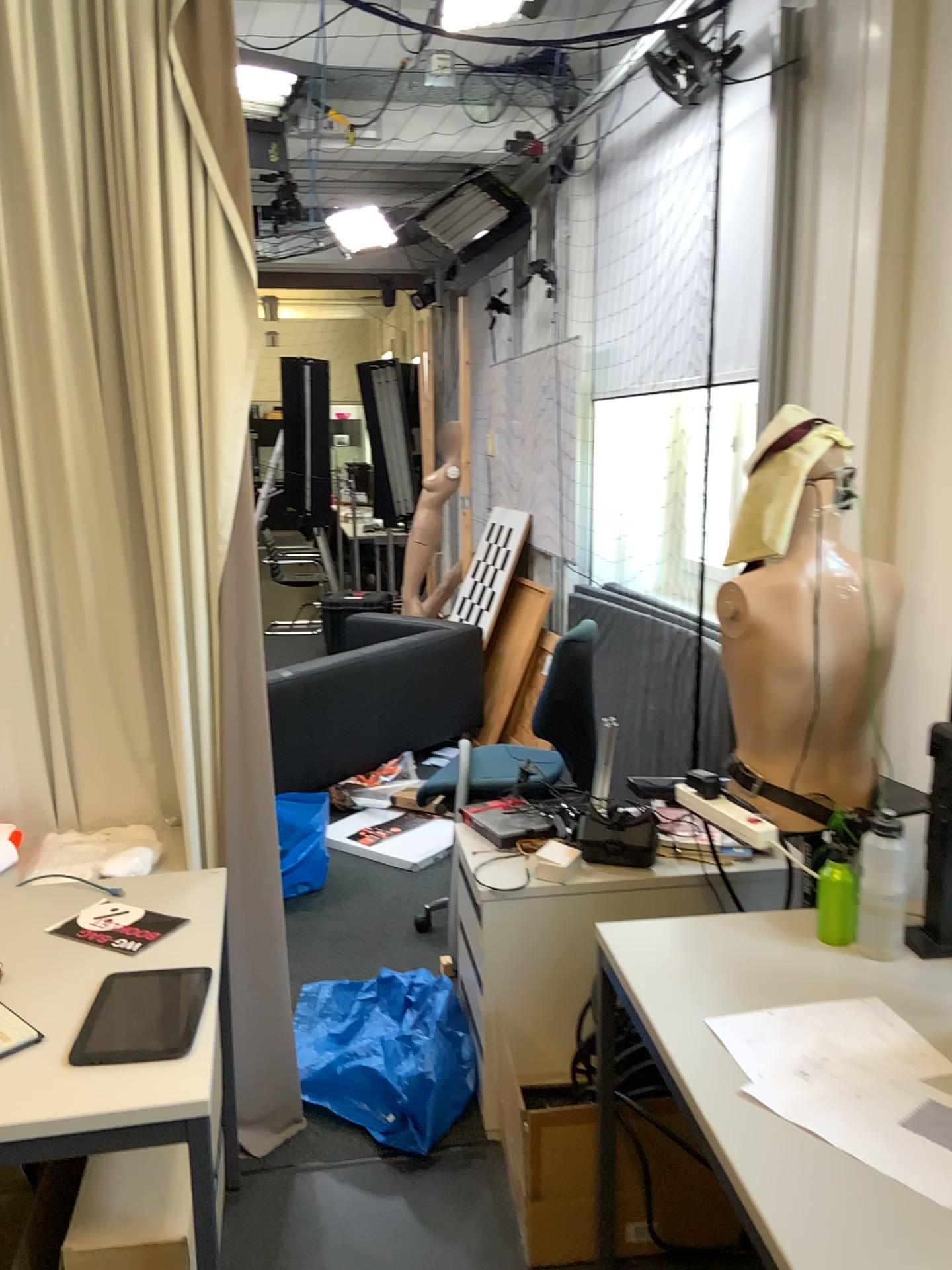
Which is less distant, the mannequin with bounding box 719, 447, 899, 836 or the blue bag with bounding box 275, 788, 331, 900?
the mannequin with bounding box 719, 447, 899, 836

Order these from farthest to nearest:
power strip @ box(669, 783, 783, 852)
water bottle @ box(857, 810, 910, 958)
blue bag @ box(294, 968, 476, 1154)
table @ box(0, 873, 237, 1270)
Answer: → blue bag @ box(294, 968, 476, 1154) < power strip @ box(669, 783, 783, 852) < water bottle @ box(857, 810, 910, 958) < table @ box(0, 873, 237, 1270)

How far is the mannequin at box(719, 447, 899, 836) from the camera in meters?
2.0 m

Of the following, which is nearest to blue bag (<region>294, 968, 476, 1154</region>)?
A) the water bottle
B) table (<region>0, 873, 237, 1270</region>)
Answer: table (<region>0, 873, 237, 1270</region>)

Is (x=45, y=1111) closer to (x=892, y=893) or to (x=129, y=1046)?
(x=129, y=1046)

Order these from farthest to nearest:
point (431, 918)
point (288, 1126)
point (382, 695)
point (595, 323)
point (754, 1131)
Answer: point (382, 695)
point (595, 323)
point (431, 918)
point (288, 1126)
point (754, 1131)

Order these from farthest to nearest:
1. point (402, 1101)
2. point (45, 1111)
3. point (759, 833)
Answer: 1. point (402, 1101)
2. point (759, 833)
3. point (45, 1111)

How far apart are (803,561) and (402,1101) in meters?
1.5

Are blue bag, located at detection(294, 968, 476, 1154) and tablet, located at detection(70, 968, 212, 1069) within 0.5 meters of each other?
no

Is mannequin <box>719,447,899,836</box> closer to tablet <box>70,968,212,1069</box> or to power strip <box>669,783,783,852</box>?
power strip <box>669,783,783,852</box>
